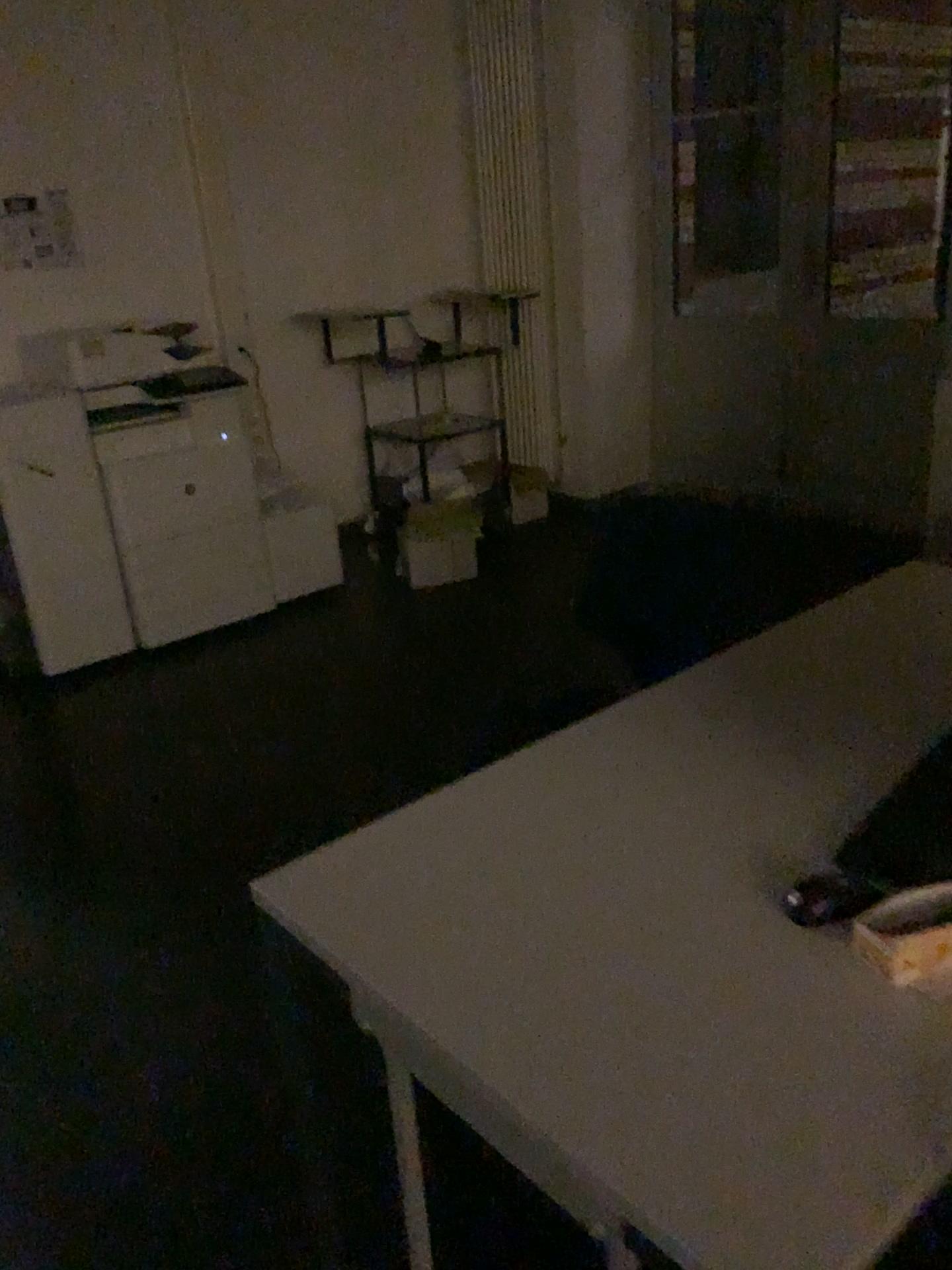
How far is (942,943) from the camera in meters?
1.1

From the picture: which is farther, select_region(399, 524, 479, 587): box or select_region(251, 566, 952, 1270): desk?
select_region(399, 524, 479, 587): box

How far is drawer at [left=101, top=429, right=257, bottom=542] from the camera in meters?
3.9 m

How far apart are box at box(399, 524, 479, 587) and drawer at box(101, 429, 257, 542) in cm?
73

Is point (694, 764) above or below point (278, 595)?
above

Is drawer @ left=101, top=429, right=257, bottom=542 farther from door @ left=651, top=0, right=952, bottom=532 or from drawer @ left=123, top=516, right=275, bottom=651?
door @ left=651, top=0, right=952, bottom=532

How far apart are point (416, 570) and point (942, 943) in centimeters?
359cm

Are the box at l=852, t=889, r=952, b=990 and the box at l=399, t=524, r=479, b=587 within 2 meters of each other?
no

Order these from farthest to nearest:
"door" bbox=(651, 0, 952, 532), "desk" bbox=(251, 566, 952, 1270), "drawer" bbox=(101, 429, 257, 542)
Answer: "door" bbox=(651, 0, 952, 532)
"drawer" bbox=(101, 429, 257, 542)
"desk" bbox=(251, 566, 952, 1270)

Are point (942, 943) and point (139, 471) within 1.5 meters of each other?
no
